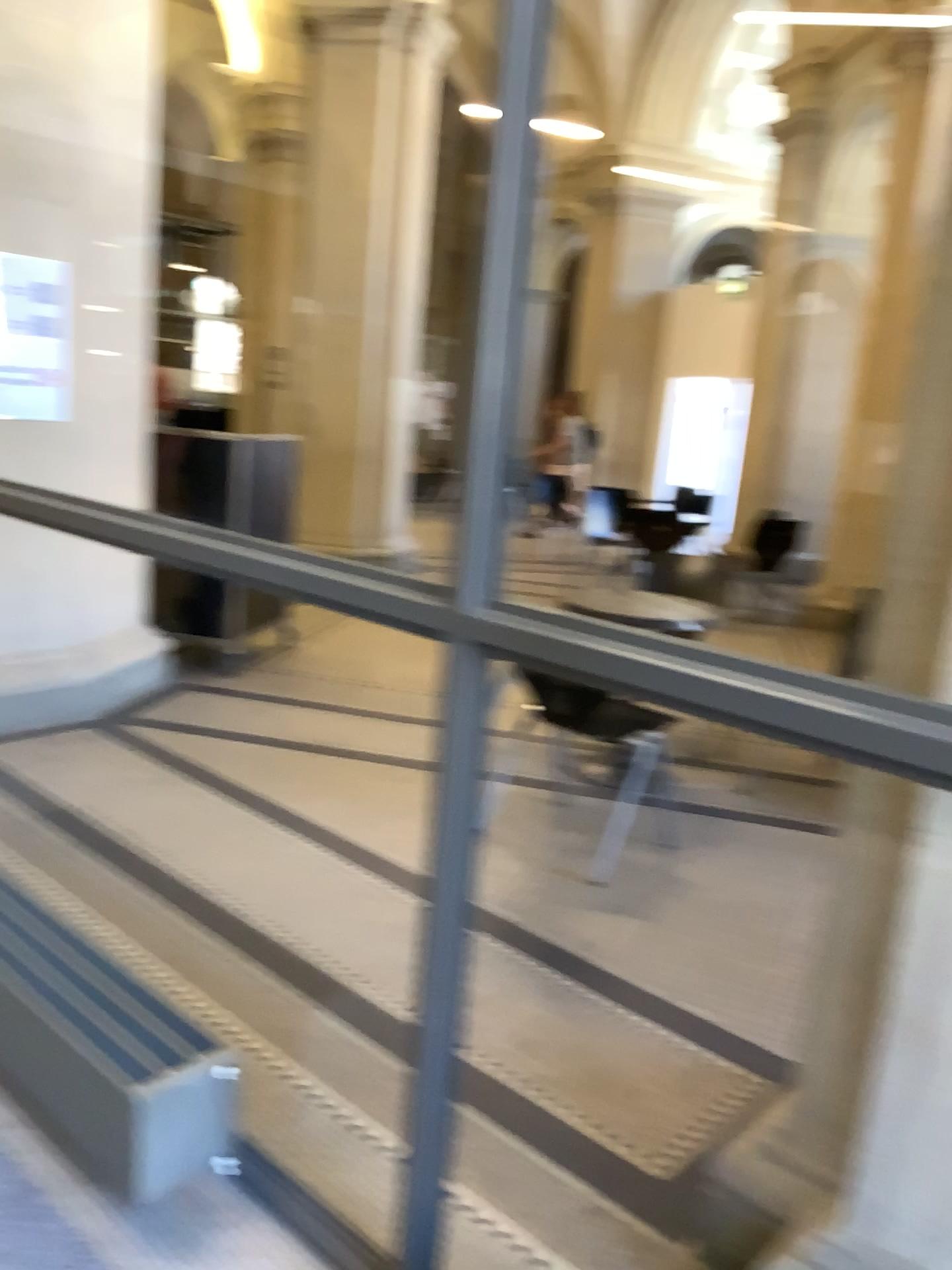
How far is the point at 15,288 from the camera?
4.0m

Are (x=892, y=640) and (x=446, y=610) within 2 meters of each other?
yes

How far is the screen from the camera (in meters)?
3.96
